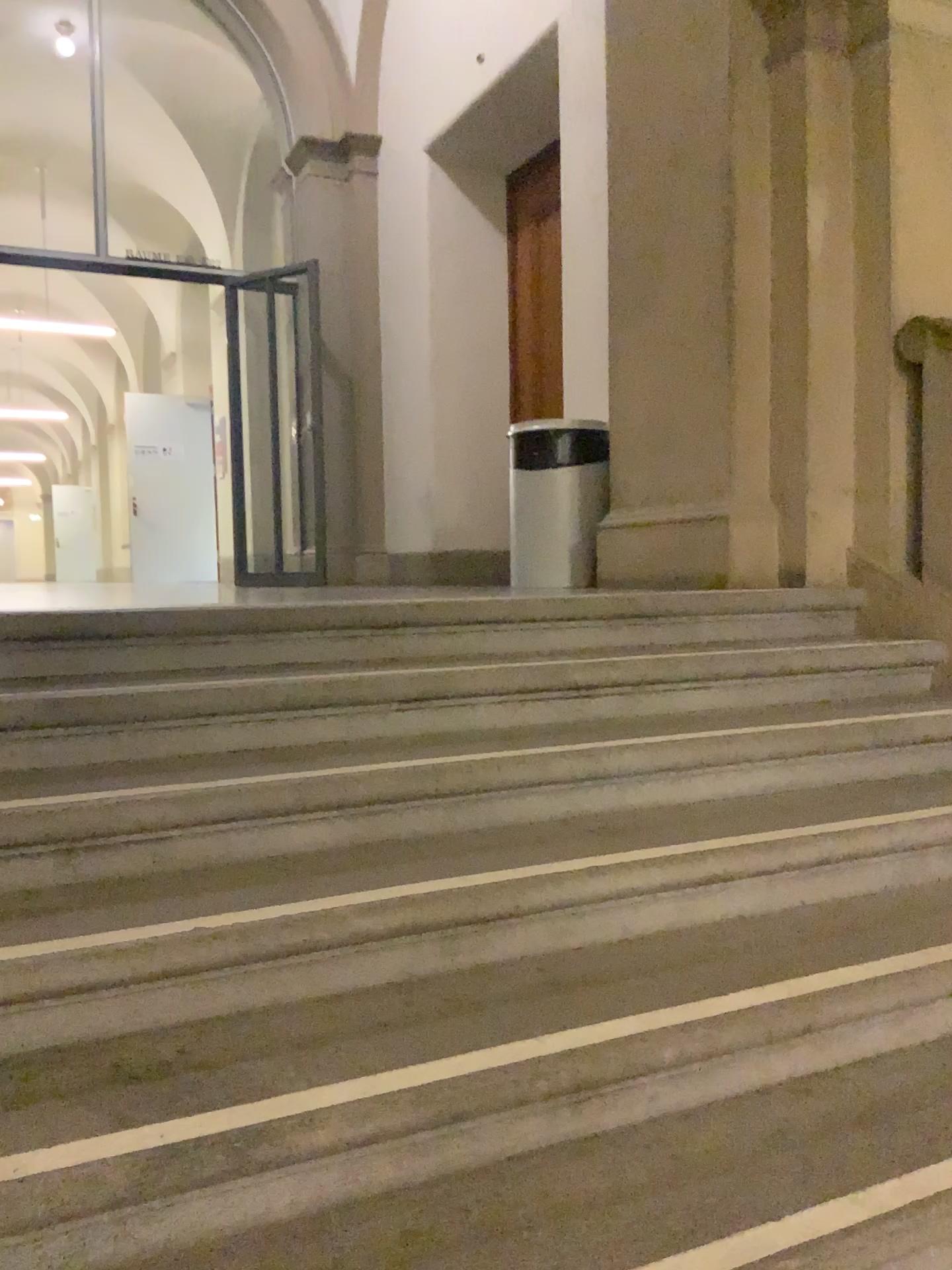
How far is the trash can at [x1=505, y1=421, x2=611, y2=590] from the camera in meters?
4.5

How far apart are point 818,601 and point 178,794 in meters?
2.2

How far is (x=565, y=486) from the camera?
4.50m
